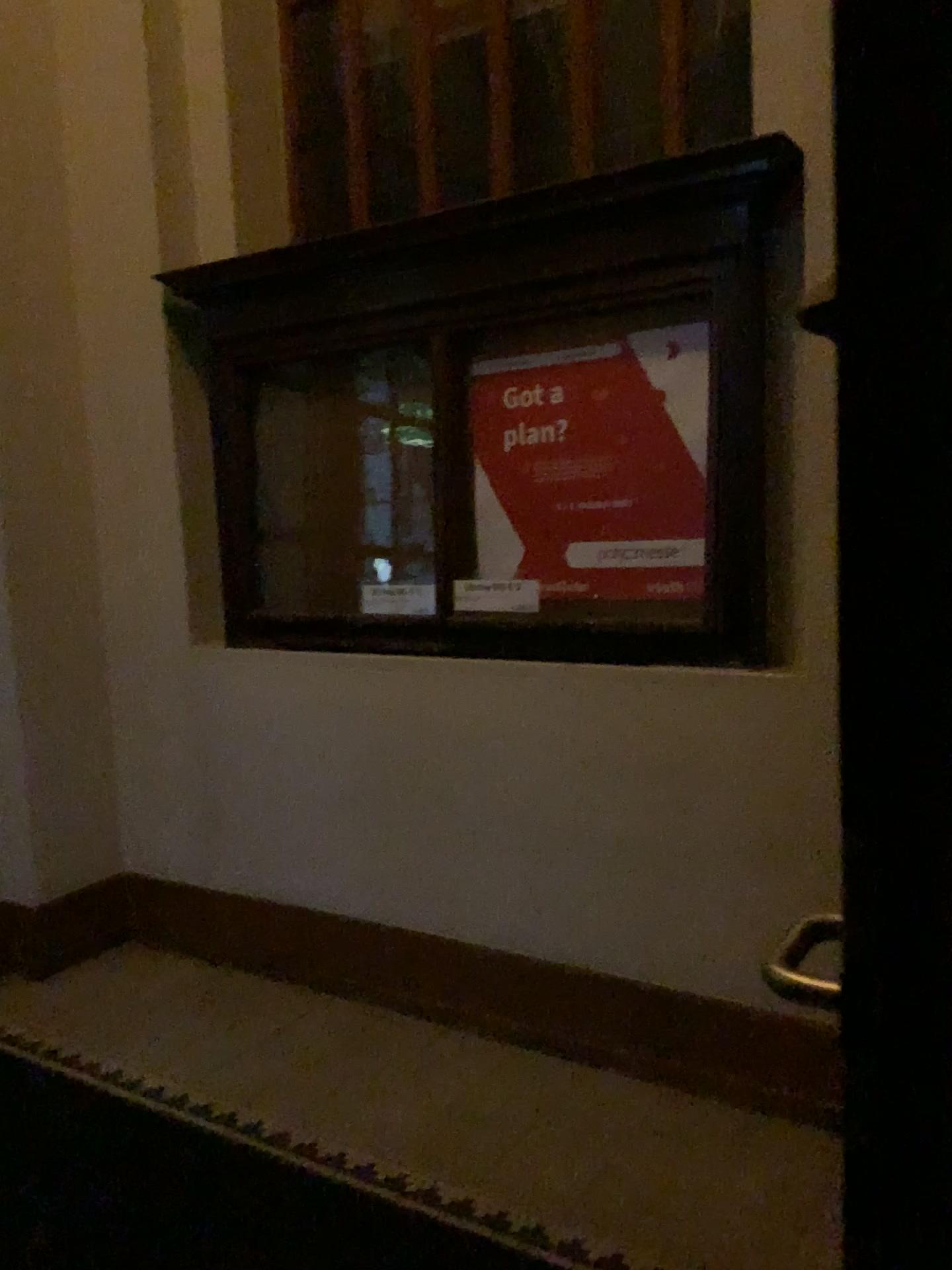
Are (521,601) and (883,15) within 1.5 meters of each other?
no

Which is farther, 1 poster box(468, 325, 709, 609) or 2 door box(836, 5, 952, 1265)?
1 poster box(468, 325, 709, 609)

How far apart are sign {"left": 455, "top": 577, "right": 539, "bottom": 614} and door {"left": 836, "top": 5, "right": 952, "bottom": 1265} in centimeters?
202cm

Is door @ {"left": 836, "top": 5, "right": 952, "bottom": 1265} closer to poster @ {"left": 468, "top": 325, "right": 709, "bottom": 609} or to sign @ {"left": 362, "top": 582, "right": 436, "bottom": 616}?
poster @ {"left": 468, "top": 325, "right": 709, "bottom": 609}

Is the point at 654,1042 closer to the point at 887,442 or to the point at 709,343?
the point at 709,343

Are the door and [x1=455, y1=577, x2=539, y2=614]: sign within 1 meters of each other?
no

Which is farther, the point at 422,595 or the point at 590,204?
the point at 422,595

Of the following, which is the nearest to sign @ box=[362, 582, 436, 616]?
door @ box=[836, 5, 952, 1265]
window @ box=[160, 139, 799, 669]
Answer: window @ box=[160, 139, 799, 669]

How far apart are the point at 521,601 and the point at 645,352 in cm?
66

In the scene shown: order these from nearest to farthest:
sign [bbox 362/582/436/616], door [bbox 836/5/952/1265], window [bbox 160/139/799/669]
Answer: door [bbox 836/5/952/1265]
window [bbox 160/139/799/669]
sign [bbox 362/582/436/616]
